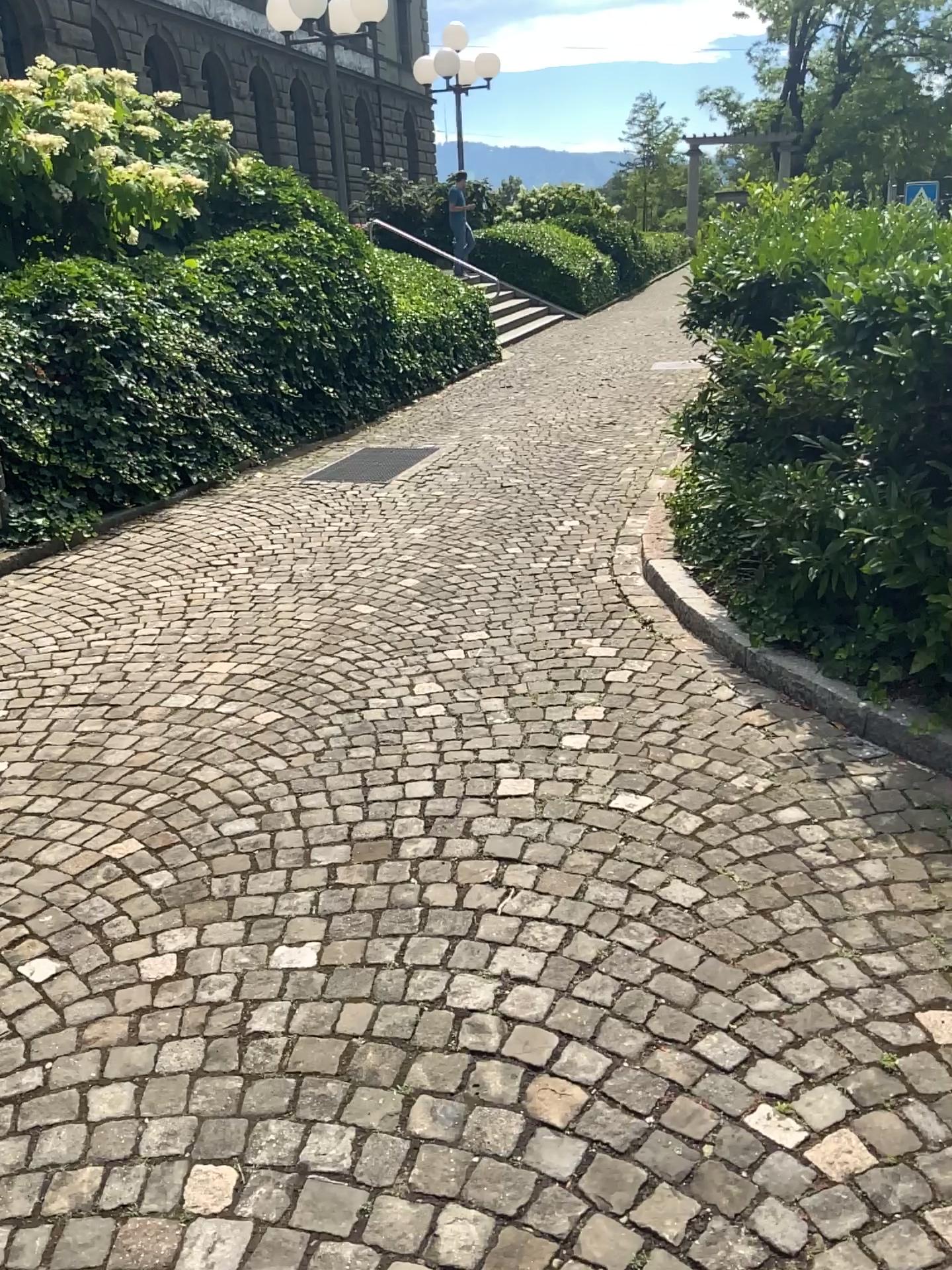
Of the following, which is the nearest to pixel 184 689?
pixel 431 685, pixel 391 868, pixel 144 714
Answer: pixel 144 714
